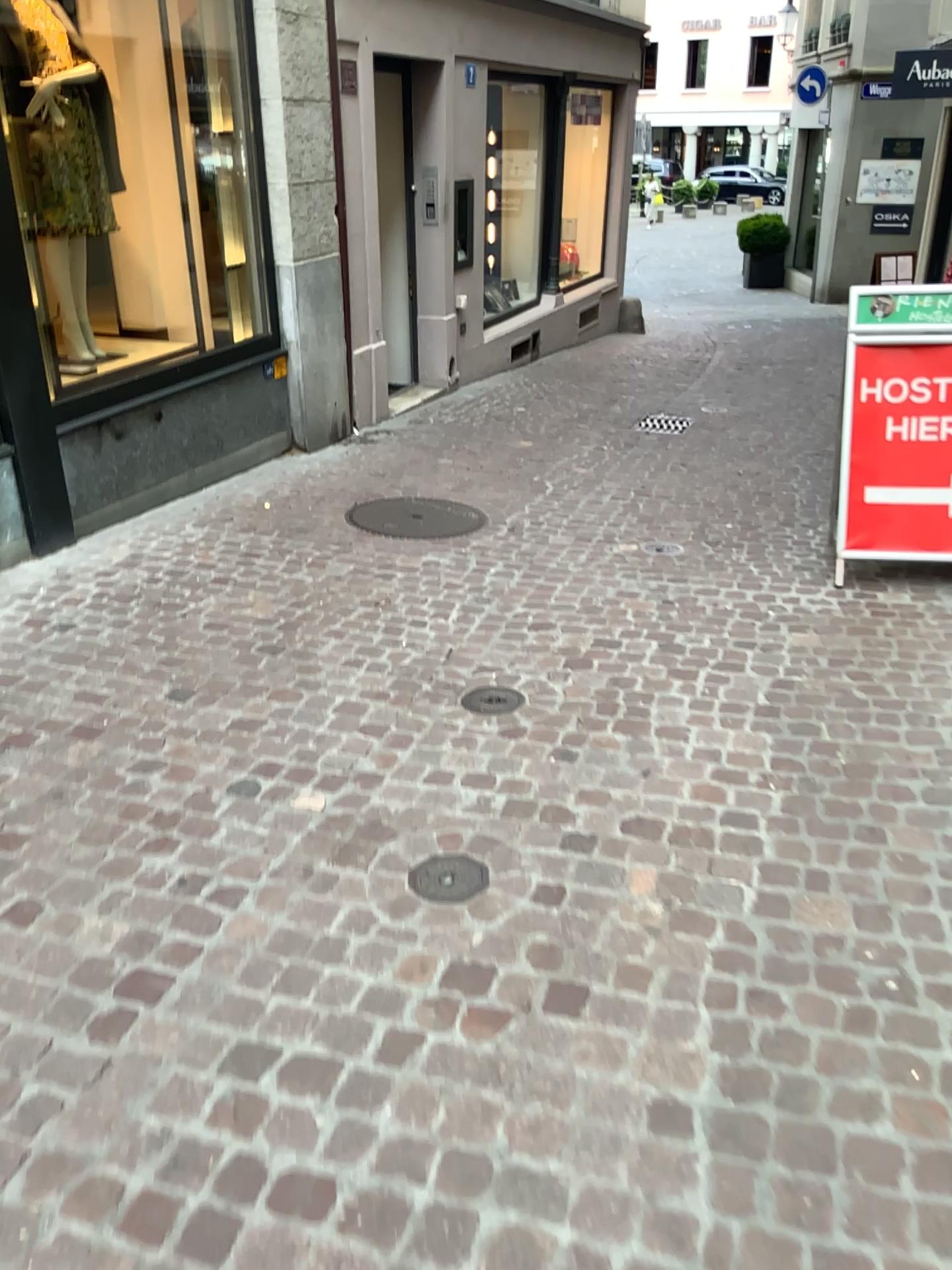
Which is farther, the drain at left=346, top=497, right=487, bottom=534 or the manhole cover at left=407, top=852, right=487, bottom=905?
the drain at left=346, top=497, right=487, bottom=534

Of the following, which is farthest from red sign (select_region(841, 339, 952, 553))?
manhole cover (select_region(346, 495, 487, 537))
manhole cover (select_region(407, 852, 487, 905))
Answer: manhole cover (select_region(407, 852, 487, 905))

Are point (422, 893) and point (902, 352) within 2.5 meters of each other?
no

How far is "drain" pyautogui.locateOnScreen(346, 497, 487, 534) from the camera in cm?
504

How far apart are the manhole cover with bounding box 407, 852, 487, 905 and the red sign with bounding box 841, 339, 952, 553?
2.6m

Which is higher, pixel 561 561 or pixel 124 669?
pixel 561 561

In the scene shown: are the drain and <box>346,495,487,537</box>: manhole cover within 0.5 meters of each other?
yes

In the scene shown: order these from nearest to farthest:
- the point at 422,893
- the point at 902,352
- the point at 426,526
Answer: the point at 422,893 < the point at 902,352 < the point at 426,526

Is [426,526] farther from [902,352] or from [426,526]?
[902,352]

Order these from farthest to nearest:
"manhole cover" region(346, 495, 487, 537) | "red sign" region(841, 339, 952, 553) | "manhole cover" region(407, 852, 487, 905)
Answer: "manhole cover" region(346, 495, 487, 537) → "red sign" region(841, 339, 952, 553) → "manhole cover" region(407, 852, 487, 905)
